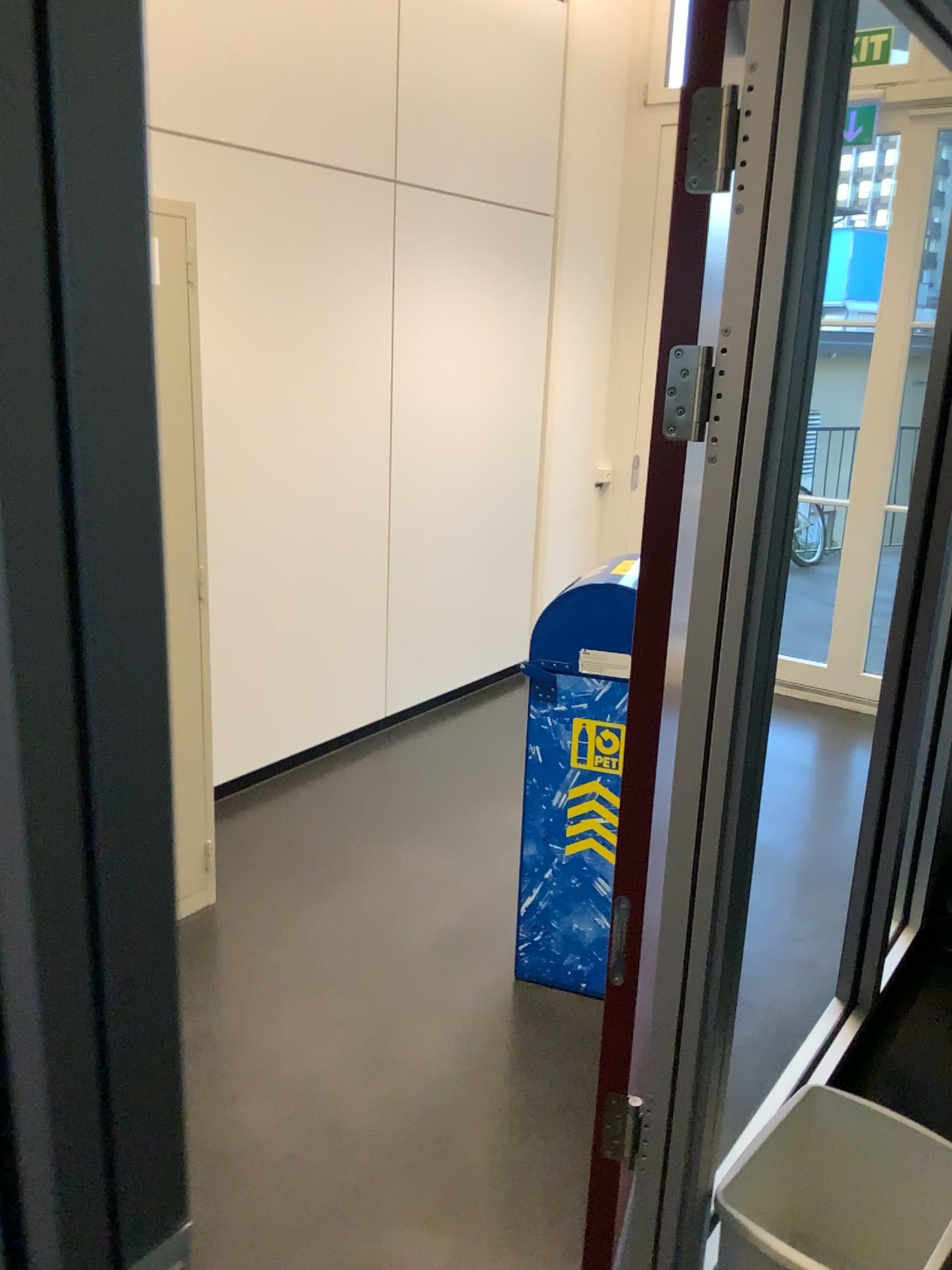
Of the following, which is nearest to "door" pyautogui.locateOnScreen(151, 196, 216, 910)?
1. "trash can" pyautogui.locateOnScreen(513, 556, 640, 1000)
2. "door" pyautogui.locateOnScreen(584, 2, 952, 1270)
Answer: "trash can" pyautogui.locateOnScreen(513, 556, 640, 1000)

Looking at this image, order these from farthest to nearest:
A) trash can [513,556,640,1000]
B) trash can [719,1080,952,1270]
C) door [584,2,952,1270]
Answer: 1. trash can [513,556,640,1000]
2. trash can [719,1080,952,1270]
3. door [584,2,952,1270]

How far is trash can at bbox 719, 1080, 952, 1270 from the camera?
1.81m

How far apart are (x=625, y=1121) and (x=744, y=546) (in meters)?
0.92

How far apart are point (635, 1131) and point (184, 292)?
2.0m

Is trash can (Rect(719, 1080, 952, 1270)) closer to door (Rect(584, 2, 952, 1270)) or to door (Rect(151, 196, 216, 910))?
door (Rect(584, 2, 952, 1270))

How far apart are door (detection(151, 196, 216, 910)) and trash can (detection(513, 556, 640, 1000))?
0.8m

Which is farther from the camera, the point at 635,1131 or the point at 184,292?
the point at 184,292

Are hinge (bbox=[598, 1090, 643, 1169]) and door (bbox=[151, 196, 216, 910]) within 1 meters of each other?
no

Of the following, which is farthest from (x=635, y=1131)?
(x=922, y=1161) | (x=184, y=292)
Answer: (x=184, y=292)
